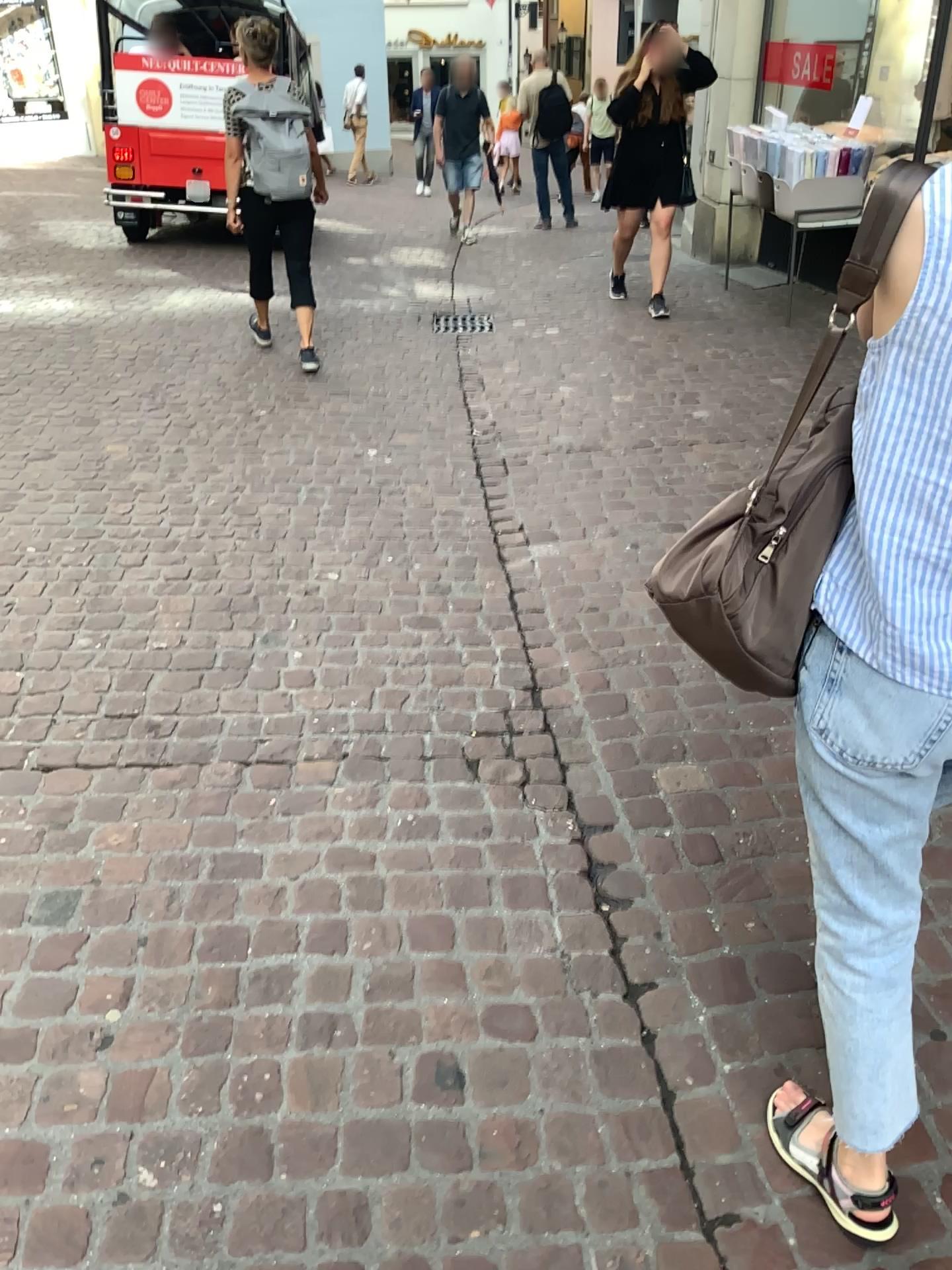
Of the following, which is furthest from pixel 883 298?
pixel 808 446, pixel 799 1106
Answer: pixel 799 1106

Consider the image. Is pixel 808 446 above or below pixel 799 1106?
above

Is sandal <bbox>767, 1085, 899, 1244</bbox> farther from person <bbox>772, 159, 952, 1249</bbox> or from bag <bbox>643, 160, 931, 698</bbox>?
bag <bbox>643, 160, 931, 698</bbox>

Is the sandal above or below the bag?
below

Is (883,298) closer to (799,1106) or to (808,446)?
(808,446)

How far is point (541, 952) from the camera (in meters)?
1.99

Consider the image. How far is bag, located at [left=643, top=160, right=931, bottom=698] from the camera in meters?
1.1

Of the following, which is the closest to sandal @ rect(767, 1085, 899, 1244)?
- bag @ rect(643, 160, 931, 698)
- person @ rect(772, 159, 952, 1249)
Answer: person @ rect(772, 159, 952, 1249)

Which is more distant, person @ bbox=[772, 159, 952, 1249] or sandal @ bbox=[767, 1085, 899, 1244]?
sandal @ bbox=[767, 1085, 899, 1244]
